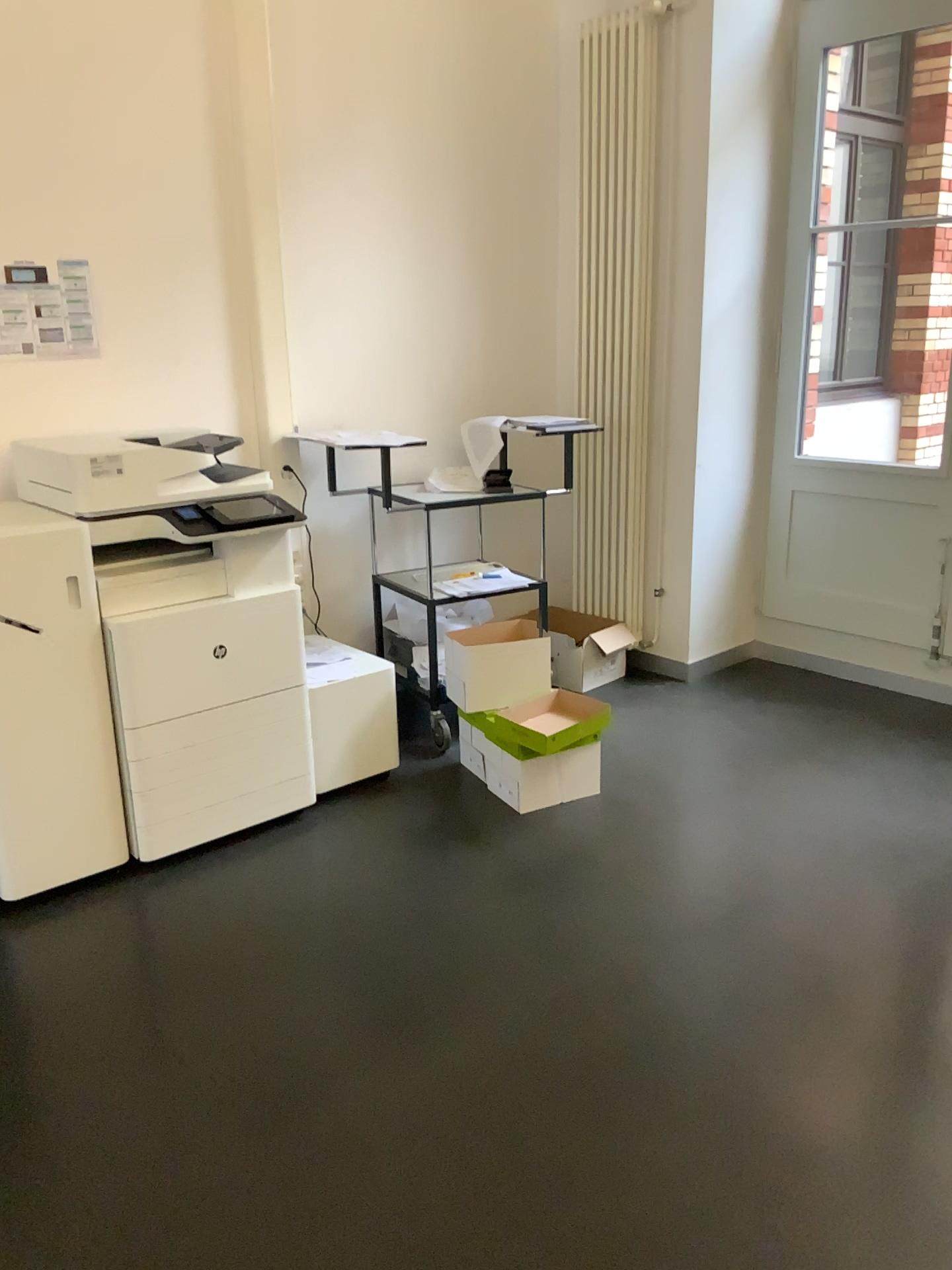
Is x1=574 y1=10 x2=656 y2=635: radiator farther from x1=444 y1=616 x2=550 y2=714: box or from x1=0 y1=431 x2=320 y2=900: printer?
x1=0 y1=431 x2=320 y2=900: printer

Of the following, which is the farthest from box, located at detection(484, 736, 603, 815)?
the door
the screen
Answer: the door

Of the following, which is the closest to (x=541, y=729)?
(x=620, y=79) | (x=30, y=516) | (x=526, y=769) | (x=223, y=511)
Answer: (x=526, y=769)

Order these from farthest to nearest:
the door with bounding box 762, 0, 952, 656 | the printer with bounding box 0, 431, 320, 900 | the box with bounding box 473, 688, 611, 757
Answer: the door with bounding box 762, 0, 952, 656 → the box with bounding box 473, 688, 611, 757 → the printer with bounding box 0, 431, 320, 900

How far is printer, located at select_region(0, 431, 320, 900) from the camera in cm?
275

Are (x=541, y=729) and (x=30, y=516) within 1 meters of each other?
no

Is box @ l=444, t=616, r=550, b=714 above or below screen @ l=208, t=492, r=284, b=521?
A: below

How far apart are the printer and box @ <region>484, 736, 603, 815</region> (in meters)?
0.61

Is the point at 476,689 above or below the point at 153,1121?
above

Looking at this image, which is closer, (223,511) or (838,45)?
(223,511)
